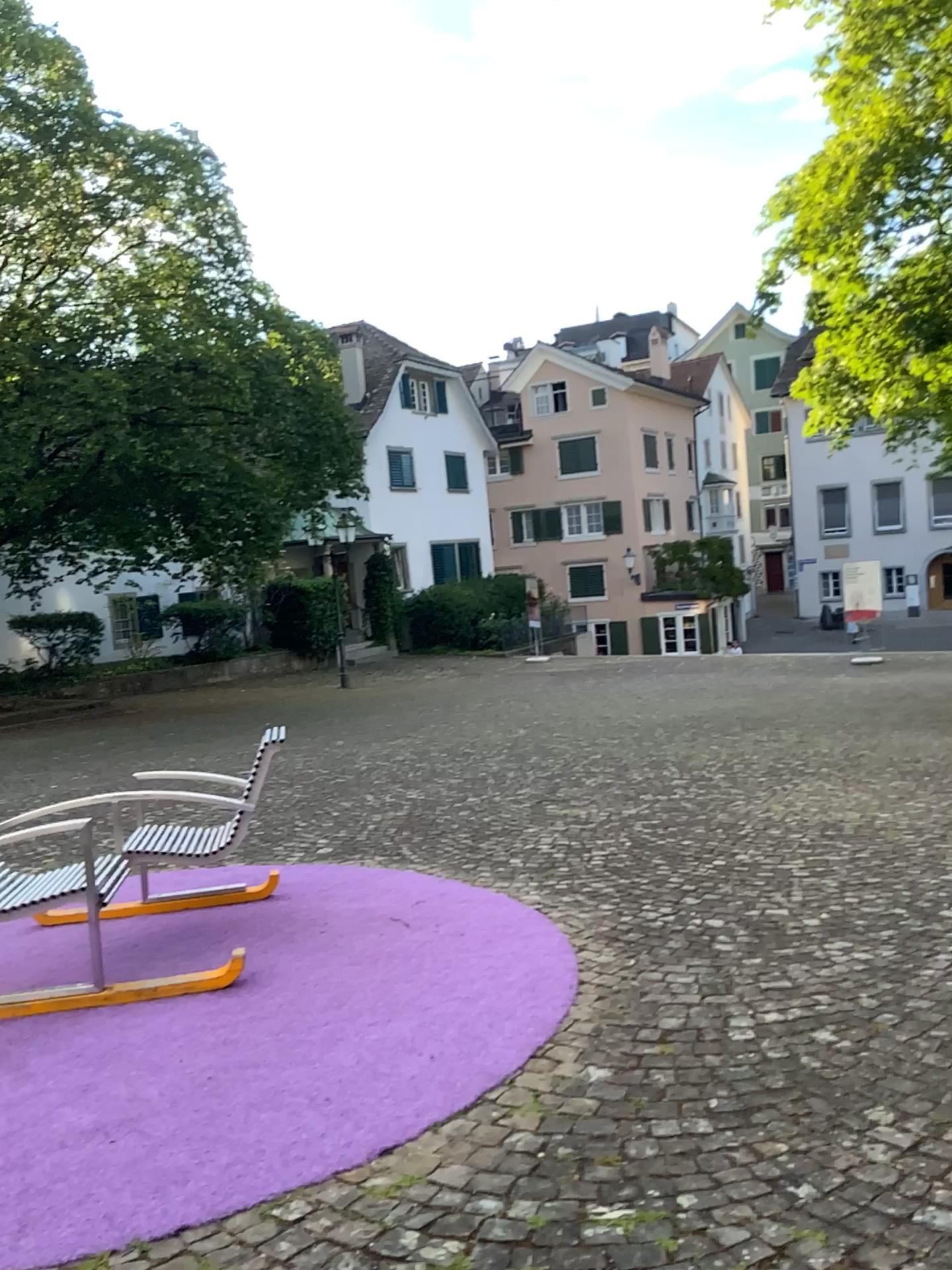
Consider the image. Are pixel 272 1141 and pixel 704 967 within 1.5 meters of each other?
no
